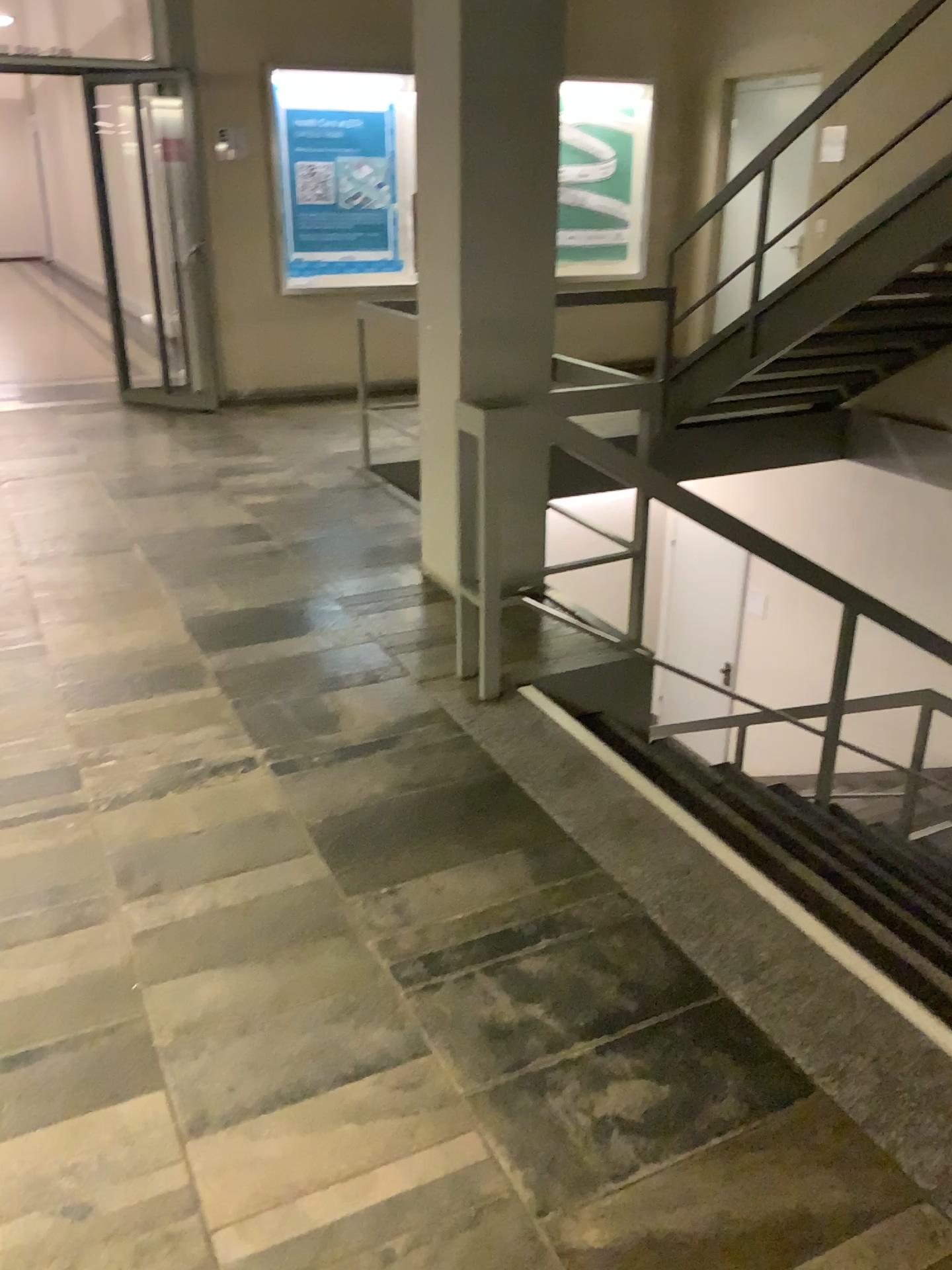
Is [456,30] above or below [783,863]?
above

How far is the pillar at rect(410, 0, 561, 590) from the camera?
3.4m

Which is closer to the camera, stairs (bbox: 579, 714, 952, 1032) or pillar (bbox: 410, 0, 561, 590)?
stairs (bbox: 579, 714, 952, 1032)

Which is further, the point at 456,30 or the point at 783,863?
the point at 456,30

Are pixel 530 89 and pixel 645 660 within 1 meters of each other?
no

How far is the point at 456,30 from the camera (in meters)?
3.38

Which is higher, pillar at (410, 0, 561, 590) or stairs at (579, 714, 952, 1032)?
pillar at (410, 0, 561, 590)
